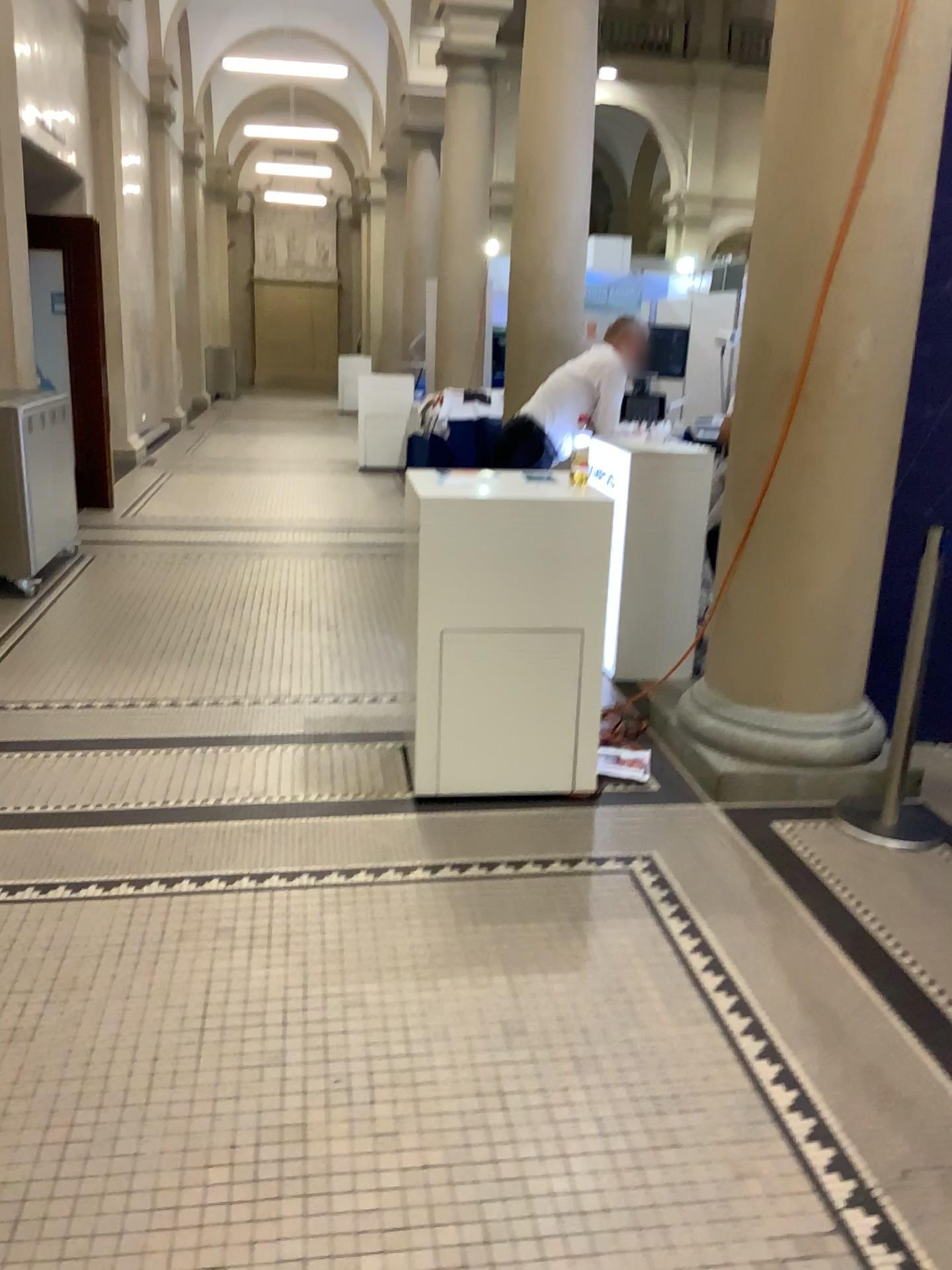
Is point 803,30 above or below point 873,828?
above

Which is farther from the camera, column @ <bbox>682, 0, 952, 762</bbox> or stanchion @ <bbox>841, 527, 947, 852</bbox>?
stanchion @ <bbox>841, 527, 947, 852</bbox>

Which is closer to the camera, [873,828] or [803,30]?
[803,30]

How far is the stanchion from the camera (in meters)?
3.45

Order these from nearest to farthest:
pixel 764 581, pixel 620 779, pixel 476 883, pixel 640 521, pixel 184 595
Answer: pixel 476 883 → pixel 764 581 → pixel 620 779 → pixel 640 521 → pixel 184 595

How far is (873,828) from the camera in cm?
345
